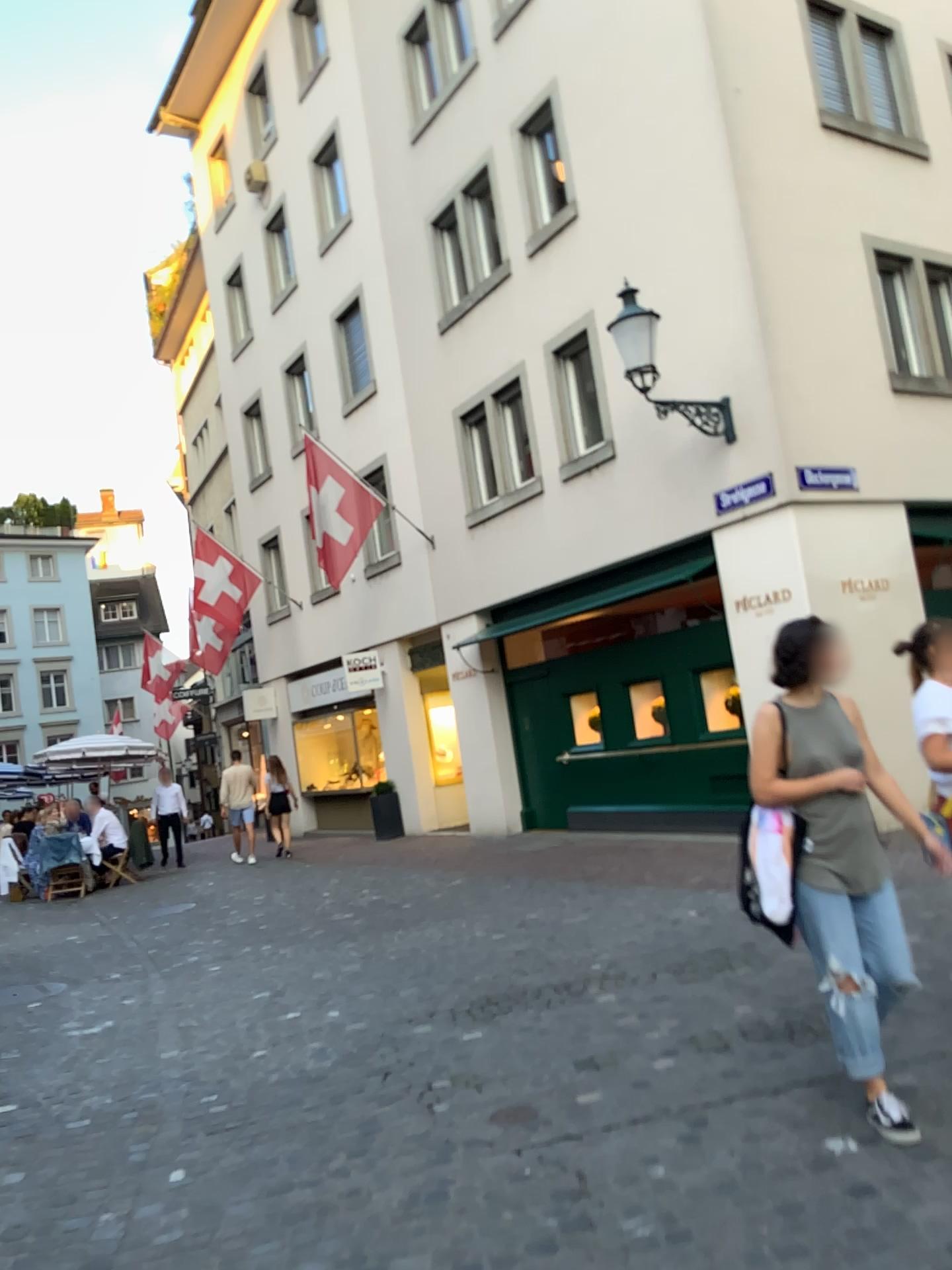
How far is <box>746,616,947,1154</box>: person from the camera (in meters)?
3.33

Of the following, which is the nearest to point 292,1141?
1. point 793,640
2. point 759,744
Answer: point 759,744

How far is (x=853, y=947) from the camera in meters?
3.3
